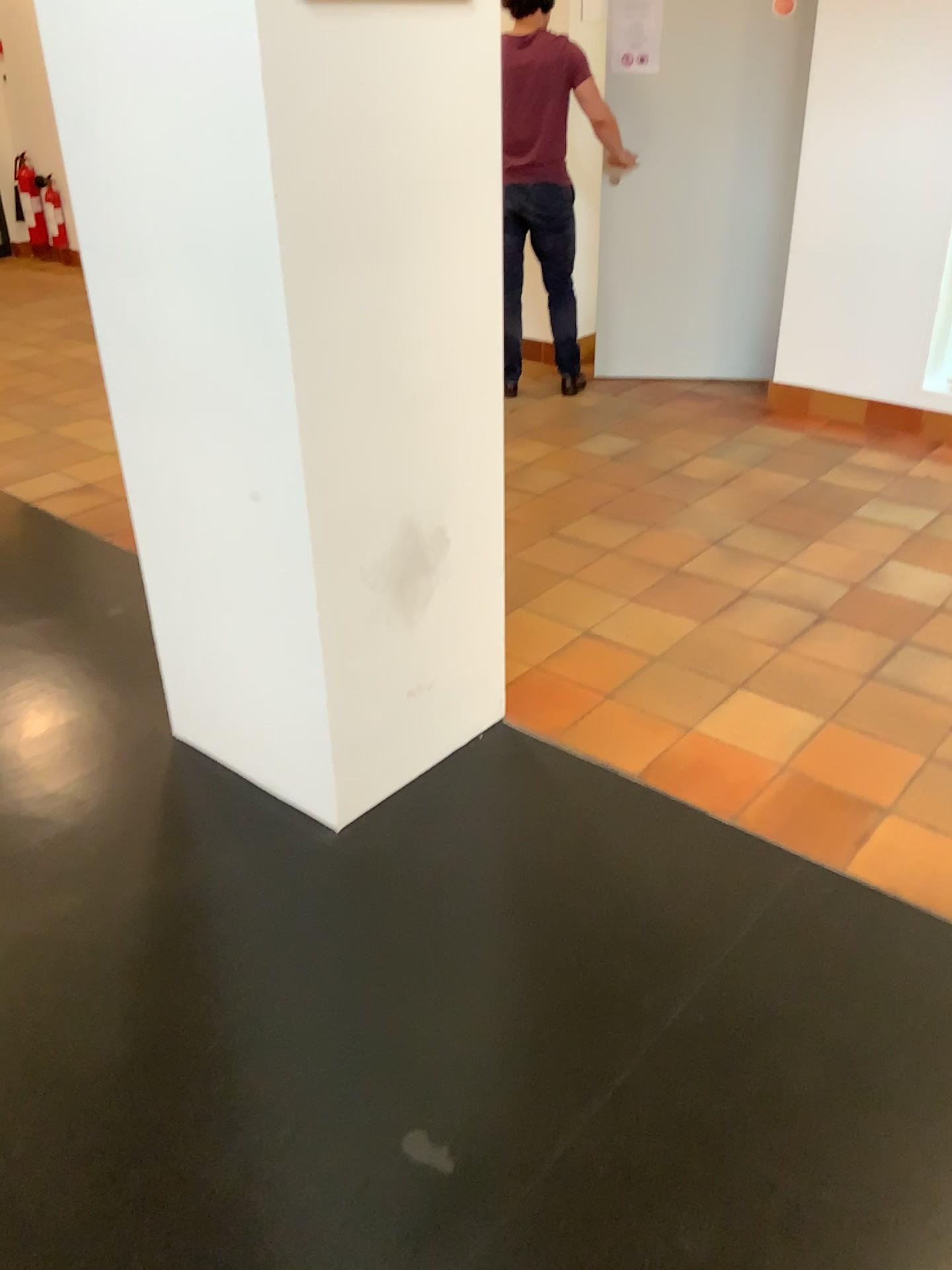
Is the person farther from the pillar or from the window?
the pillar

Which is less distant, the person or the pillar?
the pillar

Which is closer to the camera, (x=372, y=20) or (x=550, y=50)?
(x=372, y=20)

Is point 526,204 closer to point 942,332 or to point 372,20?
point 942,332

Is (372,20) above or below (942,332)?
above

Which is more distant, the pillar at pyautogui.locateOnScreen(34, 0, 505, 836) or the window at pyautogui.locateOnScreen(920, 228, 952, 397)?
the window at pyautogui.locateOnScreen(920, 228, 952, 397)

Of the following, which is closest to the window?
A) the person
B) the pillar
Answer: the person

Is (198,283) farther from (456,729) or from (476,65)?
(456,729)

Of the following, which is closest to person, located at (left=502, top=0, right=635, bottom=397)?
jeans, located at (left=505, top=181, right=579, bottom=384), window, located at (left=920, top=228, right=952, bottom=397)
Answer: jeans, located at (left=505, top=181, right=579, bottom=384)

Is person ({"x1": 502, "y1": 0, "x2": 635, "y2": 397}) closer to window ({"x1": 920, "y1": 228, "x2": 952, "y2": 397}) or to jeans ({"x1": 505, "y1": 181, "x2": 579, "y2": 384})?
jeans ({"x1": 505, "y1": 181, "x2": 579, "y2": 384})
